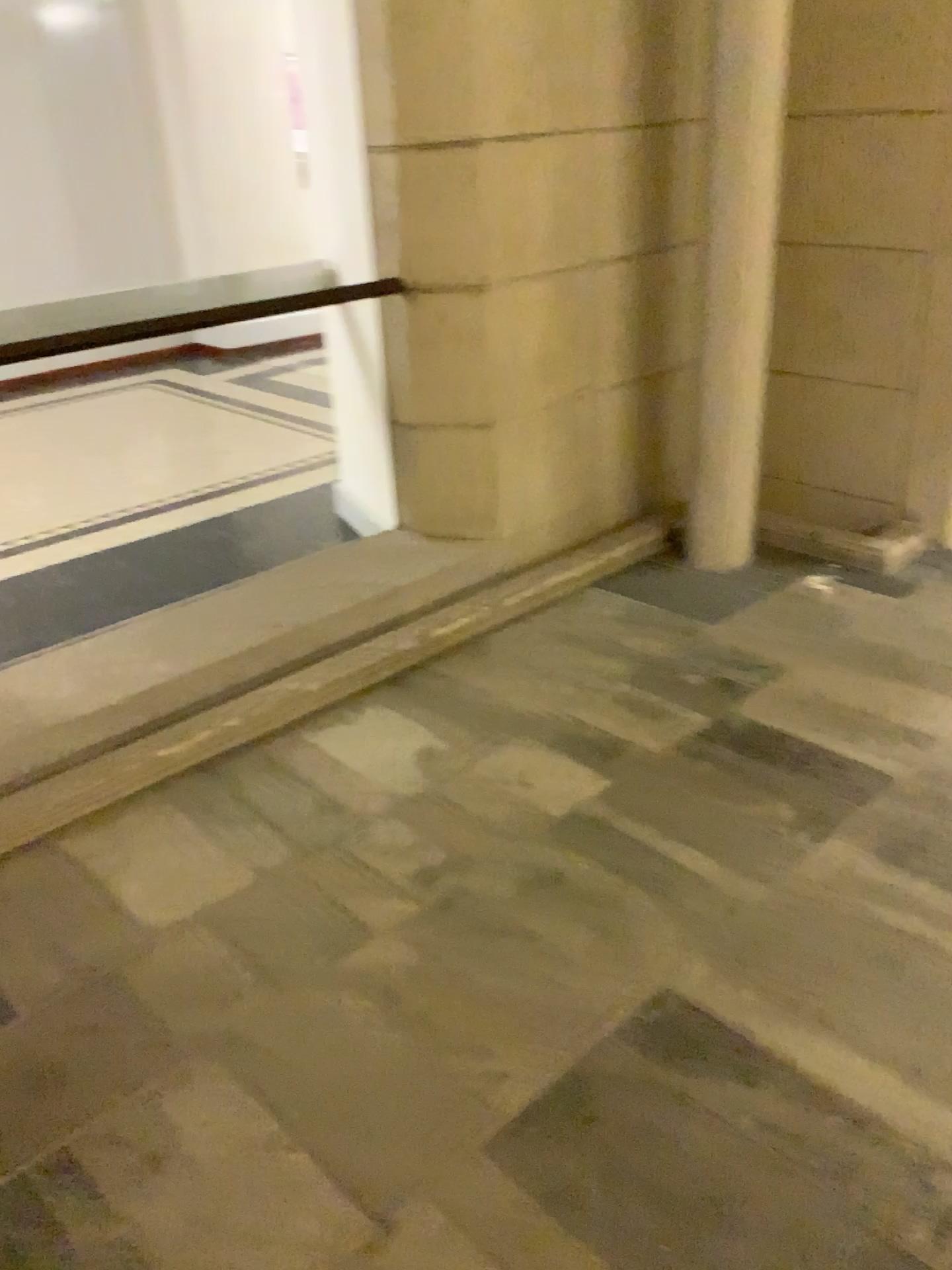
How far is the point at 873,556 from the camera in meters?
3.5

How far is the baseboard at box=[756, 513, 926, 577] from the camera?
3.47m

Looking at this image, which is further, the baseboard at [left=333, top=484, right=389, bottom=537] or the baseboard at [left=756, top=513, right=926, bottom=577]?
the baseboard at [left=333, top=484, right=389, bottom=537]

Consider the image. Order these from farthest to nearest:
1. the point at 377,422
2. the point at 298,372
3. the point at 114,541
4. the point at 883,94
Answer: the point at 298,372, the point at 114,541, the point at 377,422, the point at 883,94

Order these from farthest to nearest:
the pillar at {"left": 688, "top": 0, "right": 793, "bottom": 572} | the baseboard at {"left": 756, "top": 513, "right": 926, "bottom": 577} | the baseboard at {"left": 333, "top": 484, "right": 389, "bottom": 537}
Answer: the baseboard at {"left": 333, "top": 484, "right": 389, "bottom": 537} < the baseboard at {"left": 756, "top": 513, "right": 926, "bottom": 577} < the pillar at {"left": 688, "top": 0, "right": 793, "bottom": 572}

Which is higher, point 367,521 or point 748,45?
point 748,45

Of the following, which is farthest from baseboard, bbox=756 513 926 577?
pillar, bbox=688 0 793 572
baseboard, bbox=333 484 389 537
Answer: baseboard, bbox=333 484 389 537

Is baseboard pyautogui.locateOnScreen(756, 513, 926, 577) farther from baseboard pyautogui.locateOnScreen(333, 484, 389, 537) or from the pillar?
baseboard pyautogui.locateOnScreen(333, 484, 389, 537)

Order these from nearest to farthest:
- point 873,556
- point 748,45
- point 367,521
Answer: point 748,45, point 873,556, point 367,521
